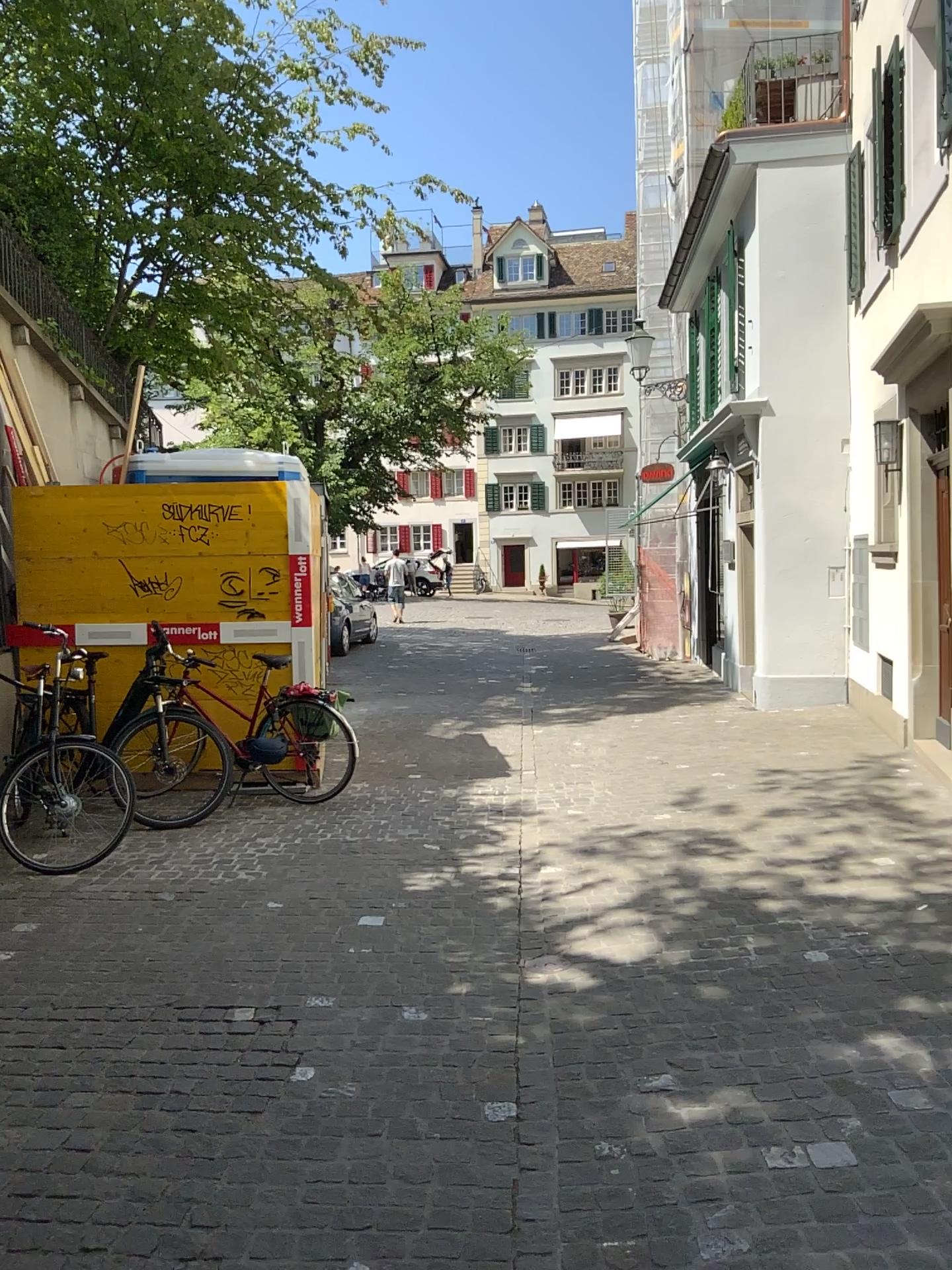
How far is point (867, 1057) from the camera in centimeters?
316cm
